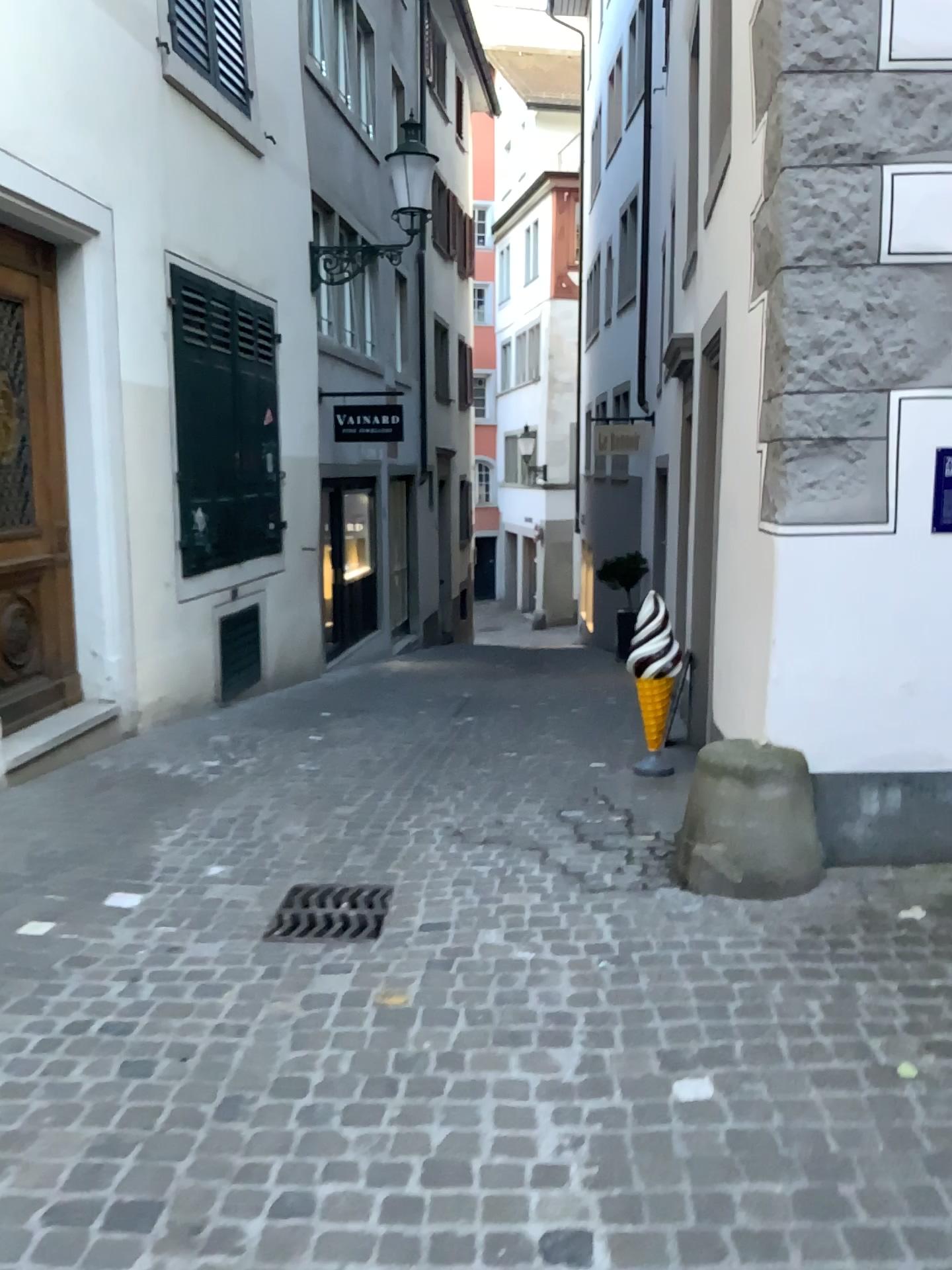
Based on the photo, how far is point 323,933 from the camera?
3.38m

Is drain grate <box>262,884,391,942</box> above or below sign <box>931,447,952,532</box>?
below

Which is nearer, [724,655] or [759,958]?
[759,958]

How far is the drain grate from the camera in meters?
3.4 m

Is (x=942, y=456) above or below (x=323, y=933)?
above
